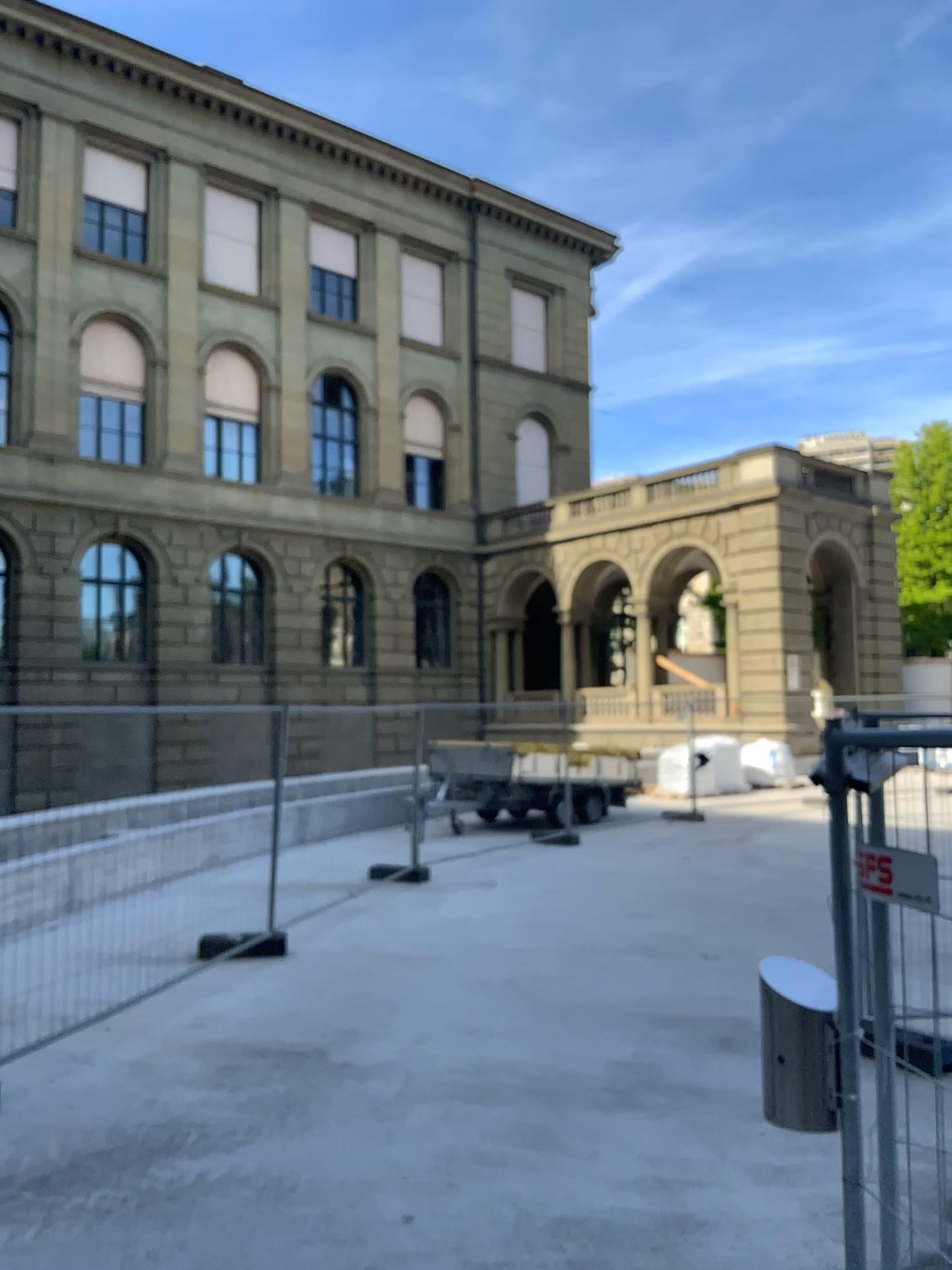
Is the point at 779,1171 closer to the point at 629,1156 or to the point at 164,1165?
the point at 629,1156
